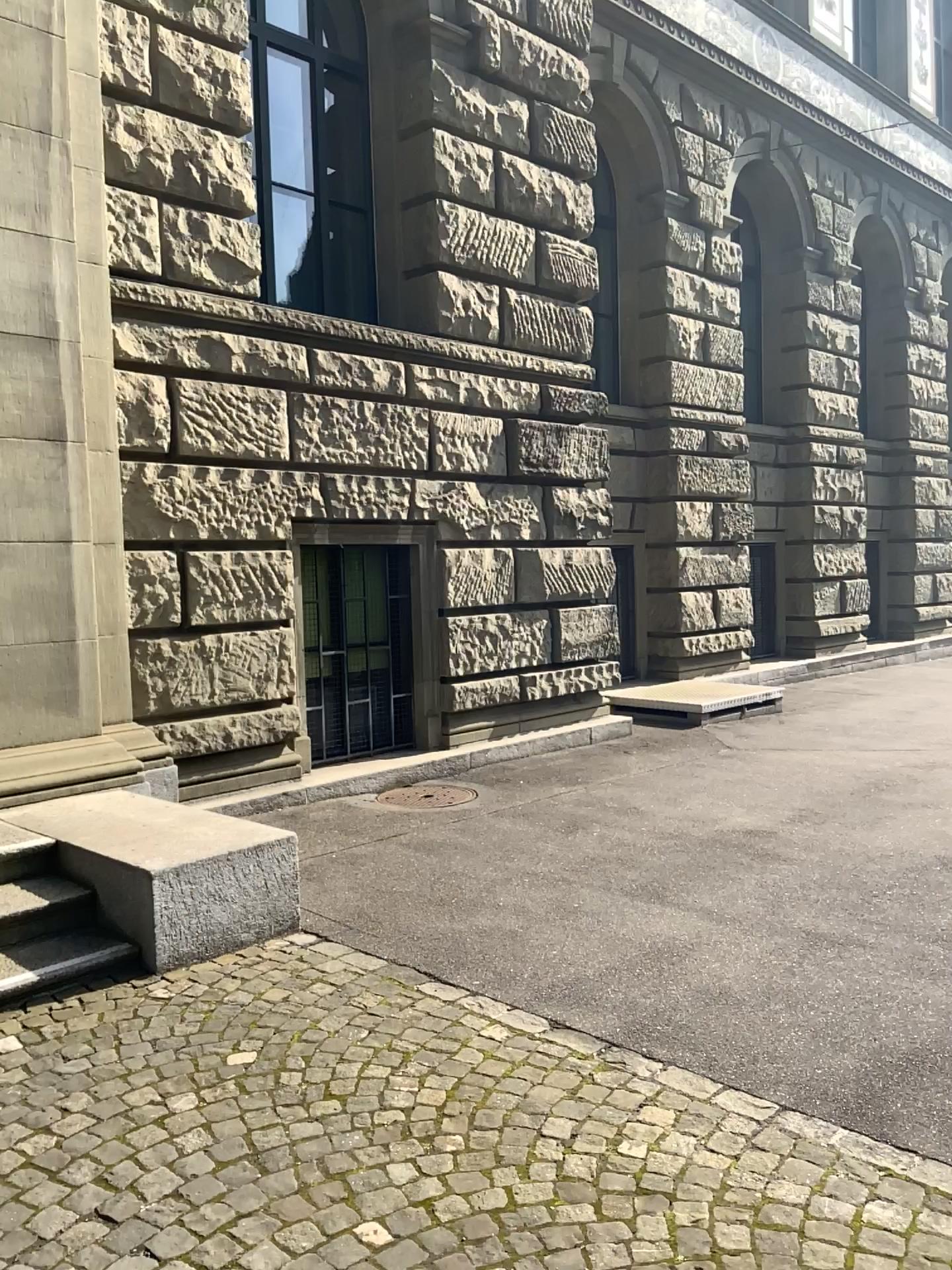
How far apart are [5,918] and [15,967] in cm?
32

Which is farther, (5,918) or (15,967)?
(5,918)

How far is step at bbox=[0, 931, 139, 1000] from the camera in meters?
3.8 m

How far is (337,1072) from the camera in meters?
3.2

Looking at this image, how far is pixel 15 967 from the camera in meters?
3.8 m

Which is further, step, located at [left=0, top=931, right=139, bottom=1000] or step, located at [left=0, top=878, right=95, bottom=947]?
step, located at [left=0, top=878, right=95, bottom=947]

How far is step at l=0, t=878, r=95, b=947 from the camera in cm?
403
